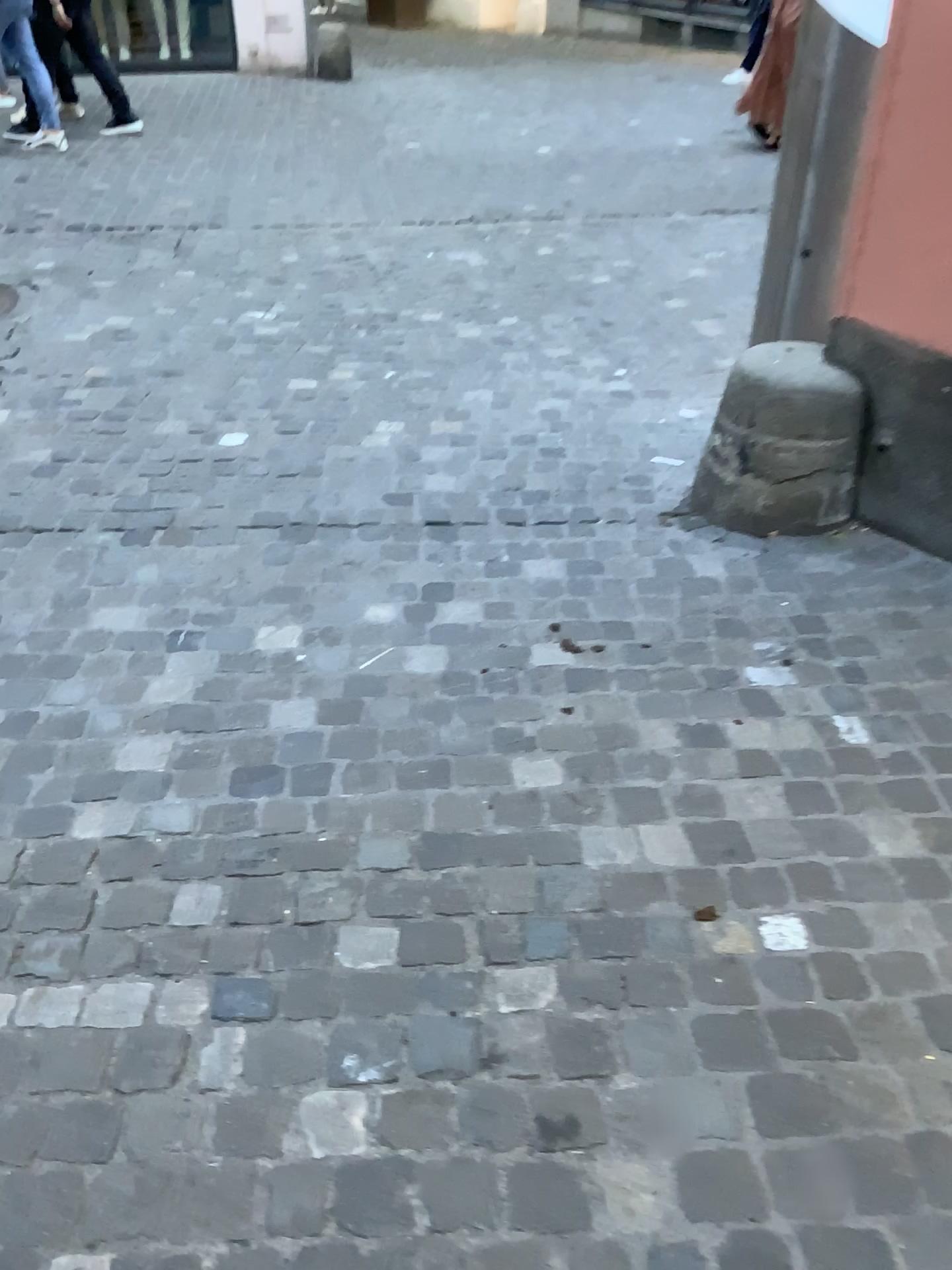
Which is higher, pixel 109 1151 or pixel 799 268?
pixel 799 268

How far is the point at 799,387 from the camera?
2.7 meters

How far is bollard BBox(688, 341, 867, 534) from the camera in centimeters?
265cm
